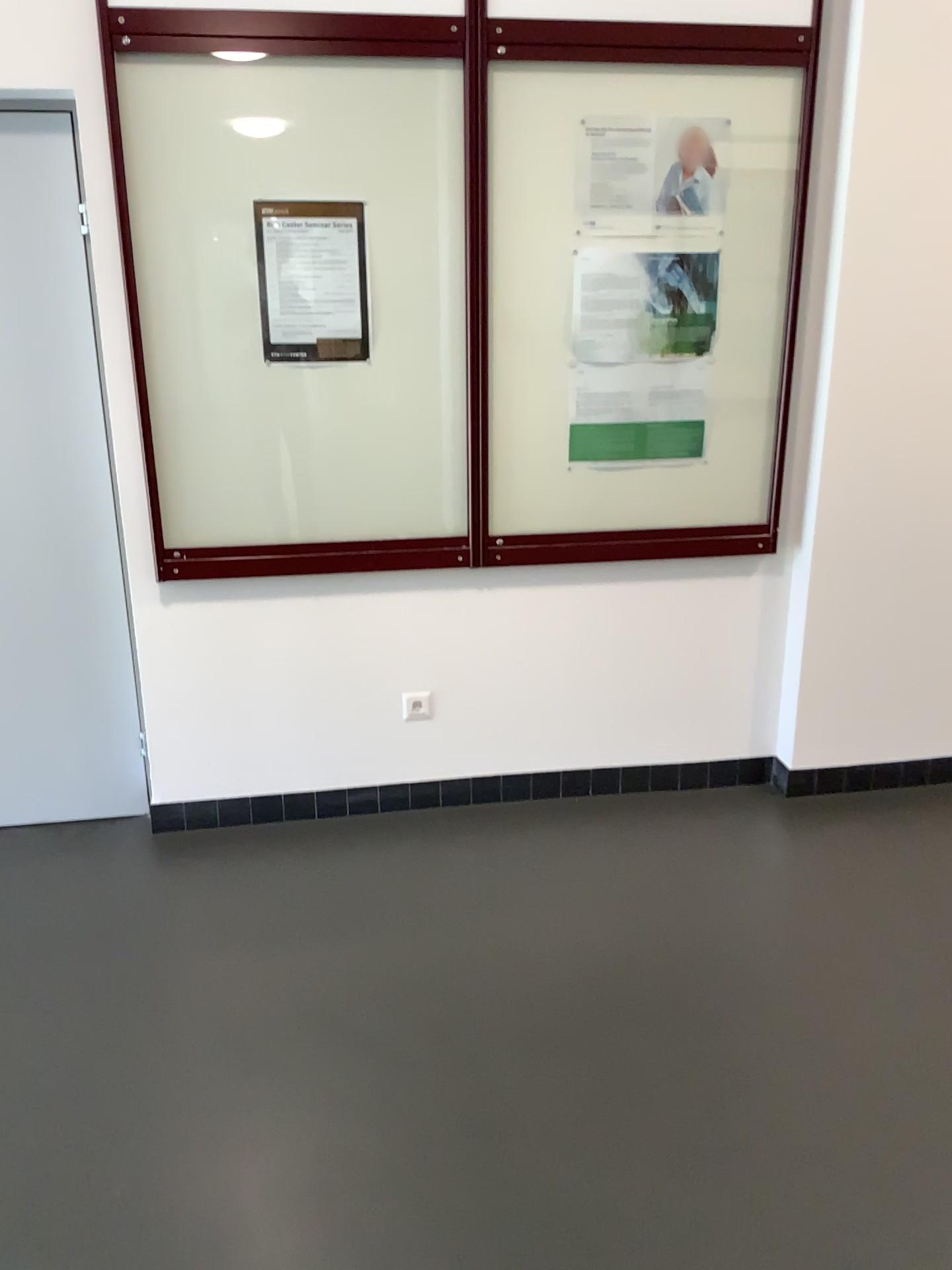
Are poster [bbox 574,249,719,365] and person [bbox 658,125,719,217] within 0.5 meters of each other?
yes

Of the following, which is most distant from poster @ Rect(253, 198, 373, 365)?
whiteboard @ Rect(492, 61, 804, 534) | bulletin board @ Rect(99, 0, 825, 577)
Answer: whiteboard @ Rect(492, 61, 804, 534)

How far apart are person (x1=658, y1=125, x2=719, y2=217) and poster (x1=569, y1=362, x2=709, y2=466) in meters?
0.4

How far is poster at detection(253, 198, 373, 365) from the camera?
2.74m

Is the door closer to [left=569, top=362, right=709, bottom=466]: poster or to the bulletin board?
the bulletin board

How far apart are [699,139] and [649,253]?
0.32m

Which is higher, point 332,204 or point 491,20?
point 491,20

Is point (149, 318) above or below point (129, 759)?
above

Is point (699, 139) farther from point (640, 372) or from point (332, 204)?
point (332, 204)

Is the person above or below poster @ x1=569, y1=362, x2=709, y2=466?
above
